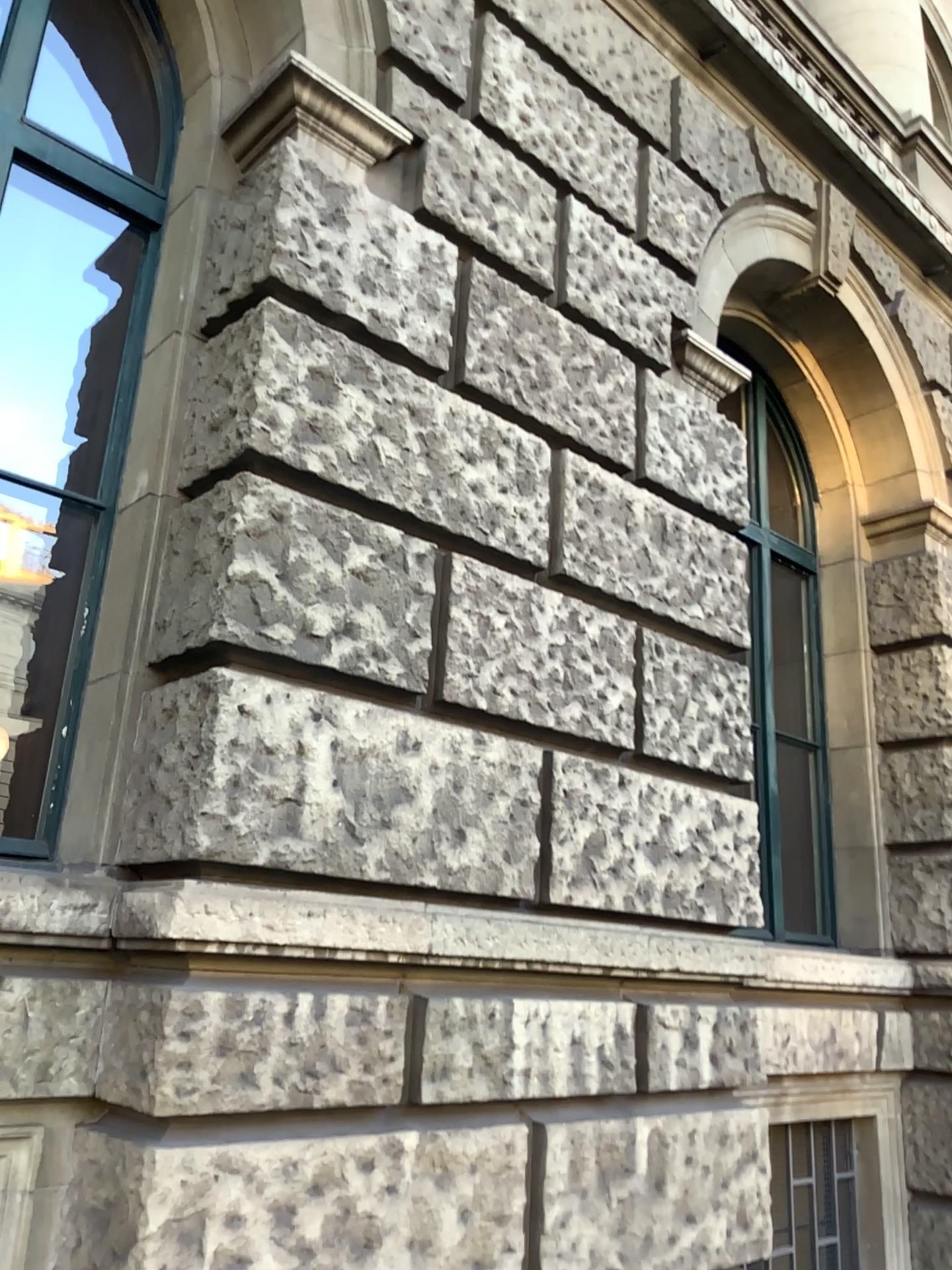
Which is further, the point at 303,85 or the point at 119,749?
the point at 303,85

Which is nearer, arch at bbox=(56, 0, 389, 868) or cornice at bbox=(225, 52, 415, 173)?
arch at bbox=(56, 0, 389, 868)

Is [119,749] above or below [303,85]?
below

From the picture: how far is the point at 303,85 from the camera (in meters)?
3.10

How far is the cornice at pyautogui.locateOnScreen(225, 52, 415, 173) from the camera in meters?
3.1 m

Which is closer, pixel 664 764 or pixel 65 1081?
pixel 65 1081
